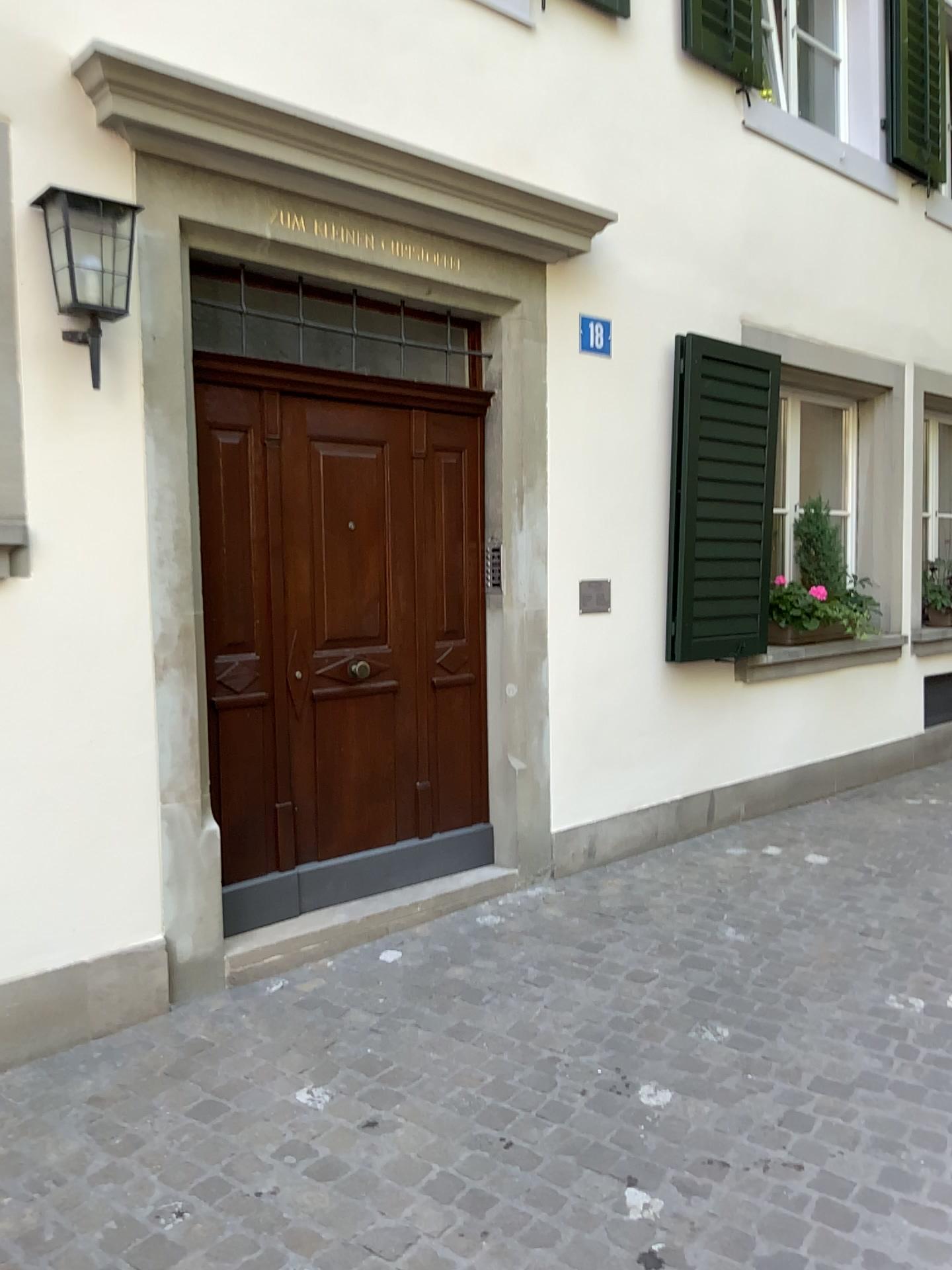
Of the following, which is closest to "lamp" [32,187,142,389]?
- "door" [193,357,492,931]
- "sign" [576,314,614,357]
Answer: "door" [193,357,492,931]

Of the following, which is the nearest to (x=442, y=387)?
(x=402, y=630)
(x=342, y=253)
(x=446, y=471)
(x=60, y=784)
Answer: (x=446, y=471)

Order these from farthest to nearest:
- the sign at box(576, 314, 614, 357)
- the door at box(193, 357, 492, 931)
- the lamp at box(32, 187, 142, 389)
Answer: the sign at box(576, 314, 614, 357) → the door at box(193, 357, 492, 931) → the lamp at box(32, 187, 142, 389)

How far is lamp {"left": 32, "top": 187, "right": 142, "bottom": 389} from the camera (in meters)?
2.95

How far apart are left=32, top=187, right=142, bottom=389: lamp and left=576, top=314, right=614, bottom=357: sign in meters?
2.0 m

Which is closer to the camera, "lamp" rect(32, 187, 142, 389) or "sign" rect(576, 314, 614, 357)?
"lamp" rect(32, 187, 142, 389)

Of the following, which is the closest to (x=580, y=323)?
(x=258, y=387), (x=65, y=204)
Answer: (x=258, y=387)

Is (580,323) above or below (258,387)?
above

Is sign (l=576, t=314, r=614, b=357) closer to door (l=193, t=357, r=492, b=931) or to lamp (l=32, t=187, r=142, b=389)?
door (l=193, t=357, r=492, b=931)

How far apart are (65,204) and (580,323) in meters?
2.2
